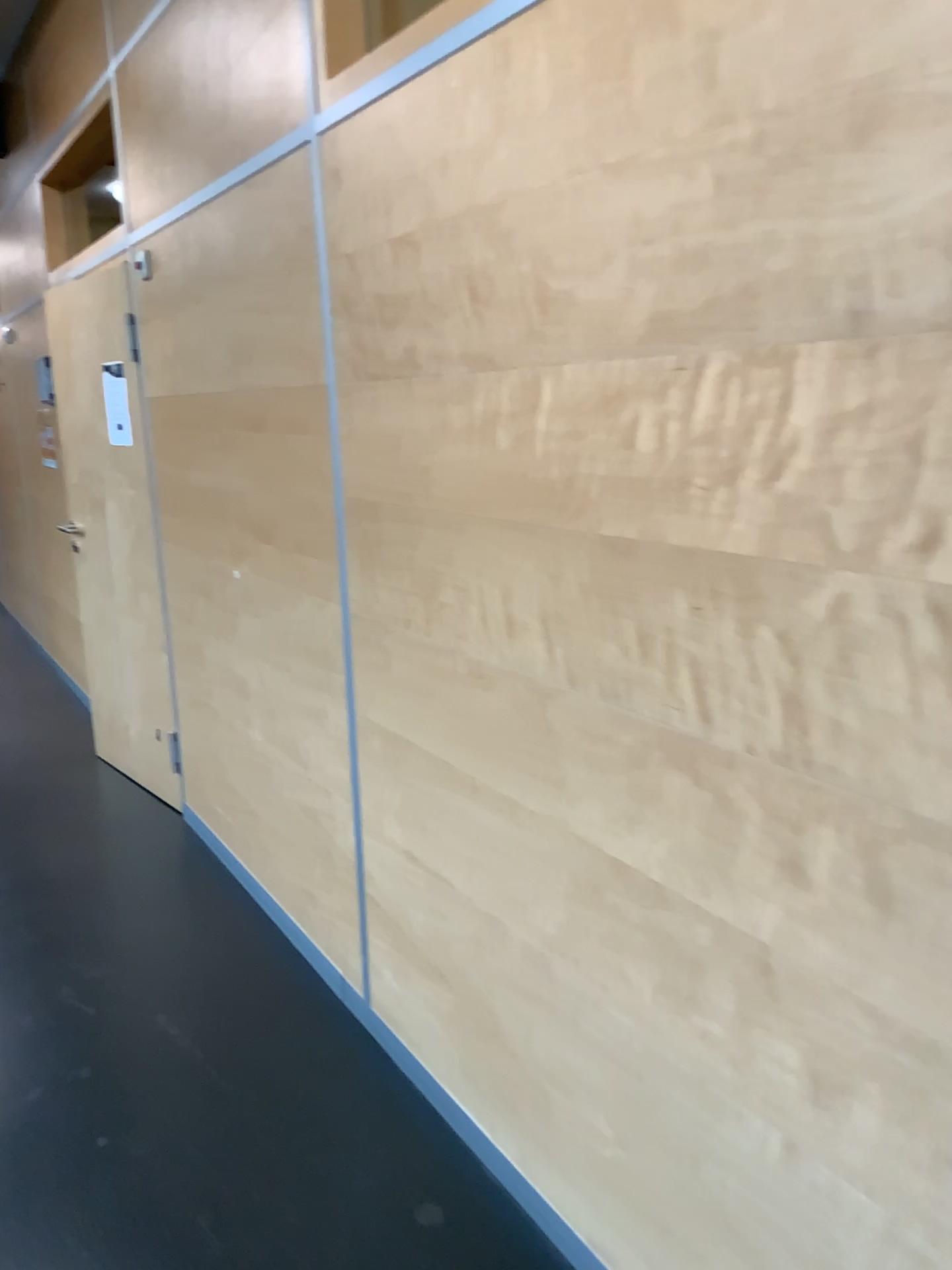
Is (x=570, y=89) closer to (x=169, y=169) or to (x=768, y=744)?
(x=768, y=744)
